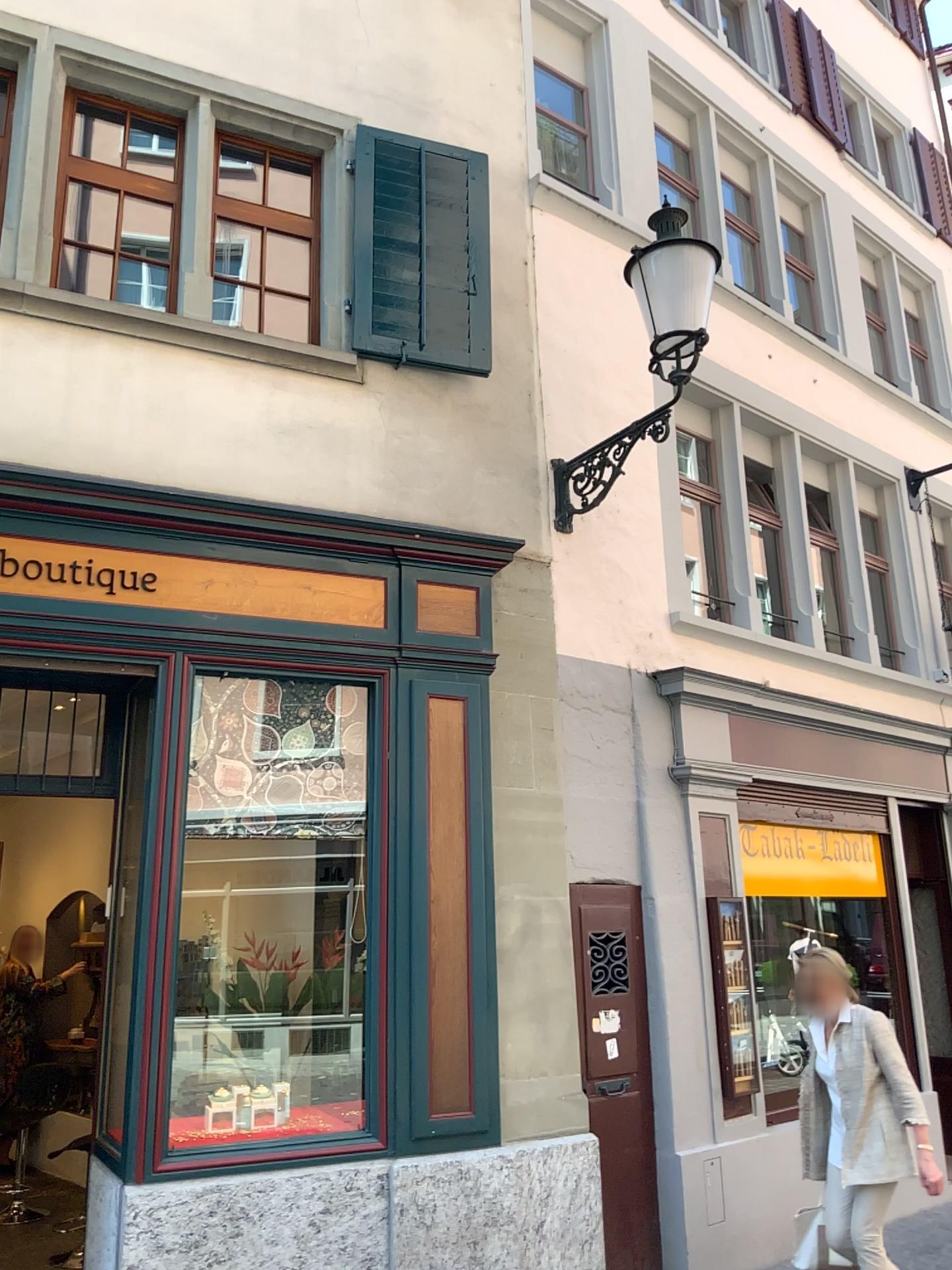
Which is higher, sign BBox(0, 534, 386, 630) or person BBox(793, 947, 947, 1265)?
sign BBox(0, 534, 386, 630)

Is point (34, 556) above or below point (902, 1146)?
above

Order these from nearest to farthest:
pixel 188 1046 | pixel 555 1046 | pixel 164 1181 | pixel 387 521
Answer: pixel 164 1181 < pixel 188 1046 < pixel 555 1046 < pixel 387 521
